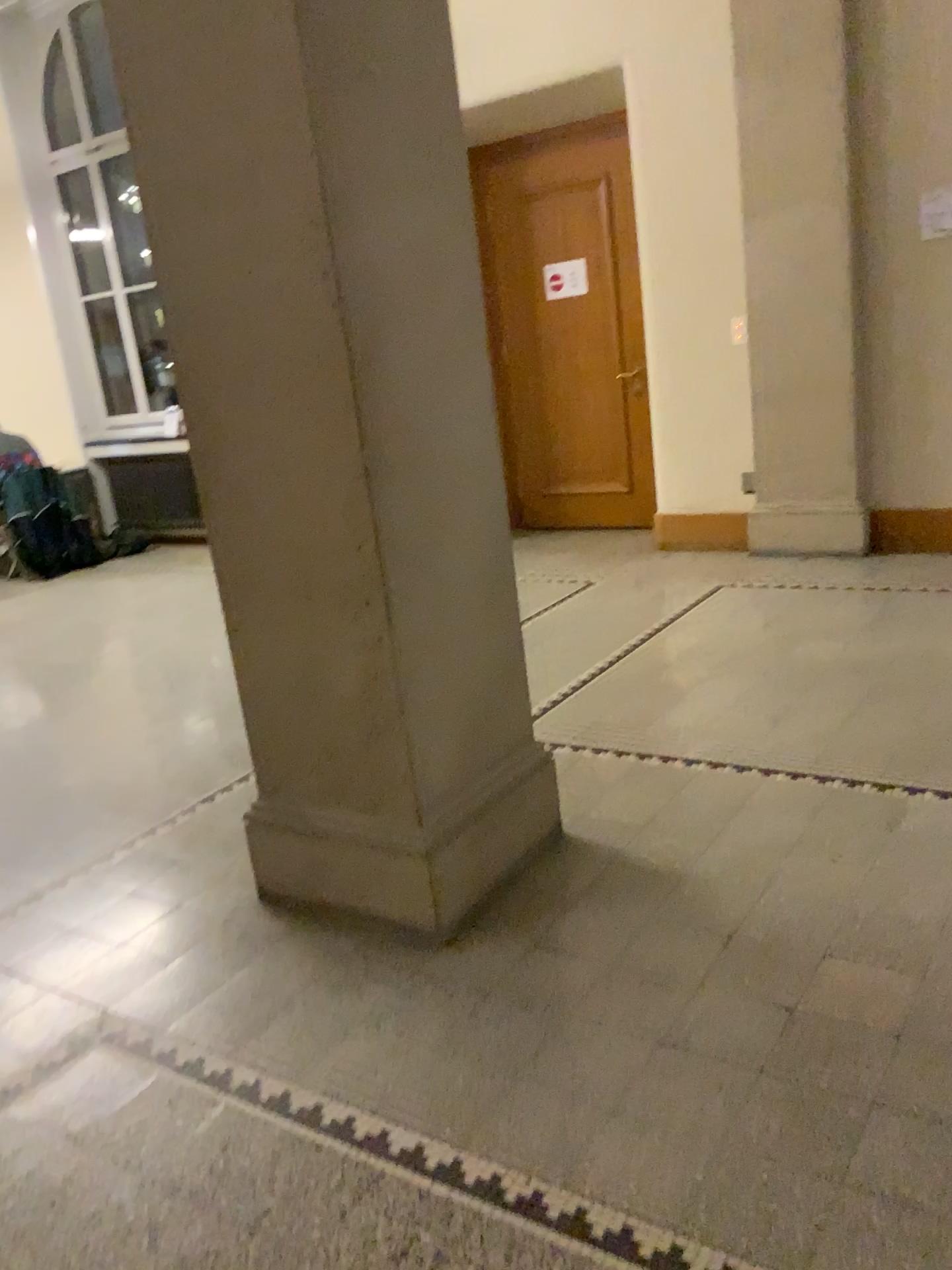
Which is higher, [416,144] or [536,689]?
[416,144]
